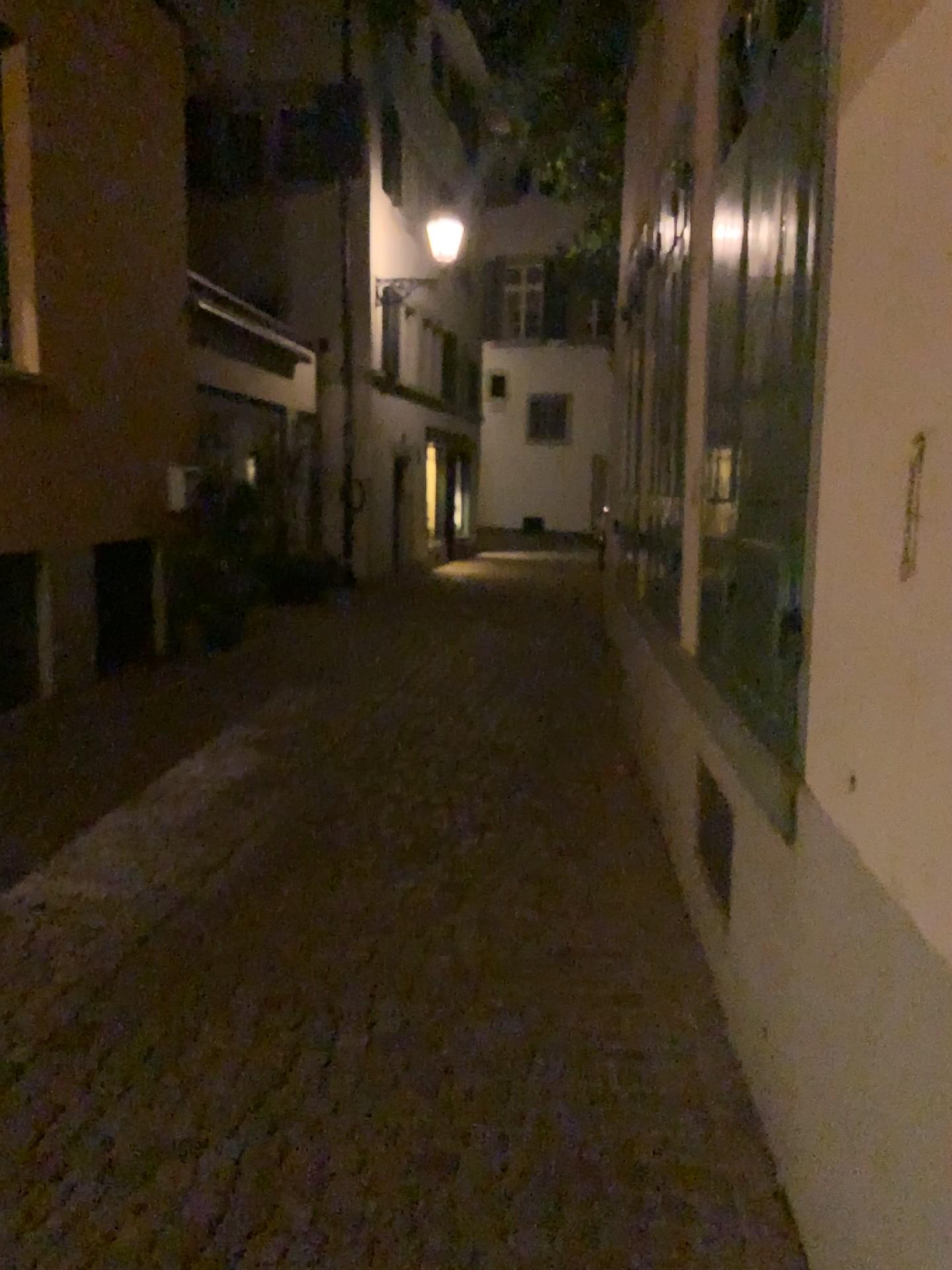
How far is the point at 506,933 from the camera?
3.5 meters
